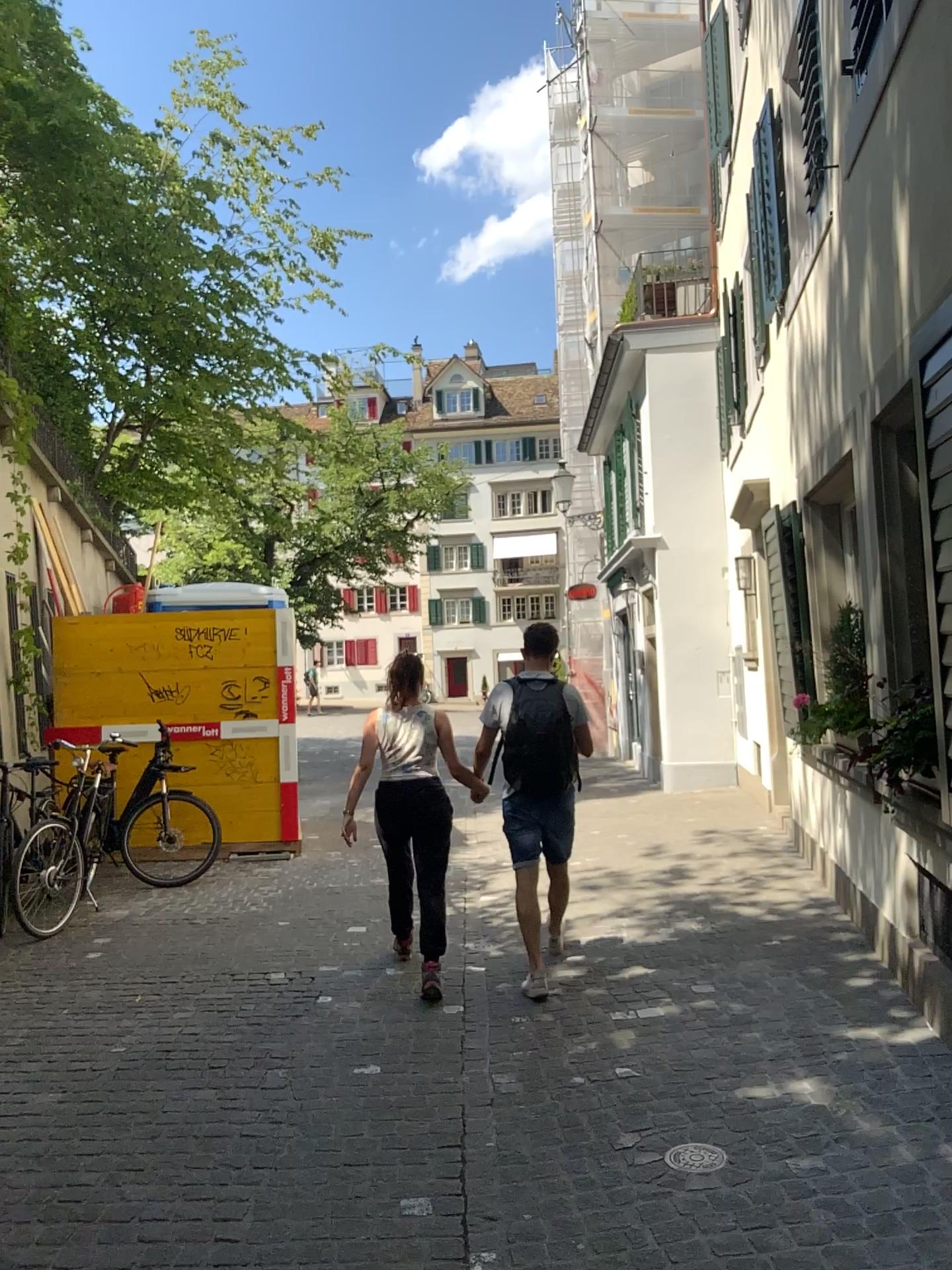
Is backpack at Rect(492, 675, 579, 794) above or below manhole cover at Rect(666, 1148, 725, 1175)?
above

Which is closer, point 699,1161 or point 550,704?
point 699,1161

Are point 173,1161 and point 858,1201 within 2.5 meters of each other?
yes

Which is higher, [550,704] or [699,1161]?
[550,704]

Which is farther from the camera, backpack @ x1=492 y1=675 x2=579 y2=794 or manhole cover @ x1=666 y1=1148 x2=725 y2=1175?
backpack @ x1=492 y1=675 x2=579 y2=794

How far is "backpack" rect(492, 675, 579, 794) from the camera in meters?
4.9 m

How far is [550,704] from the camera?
4.9 meters
